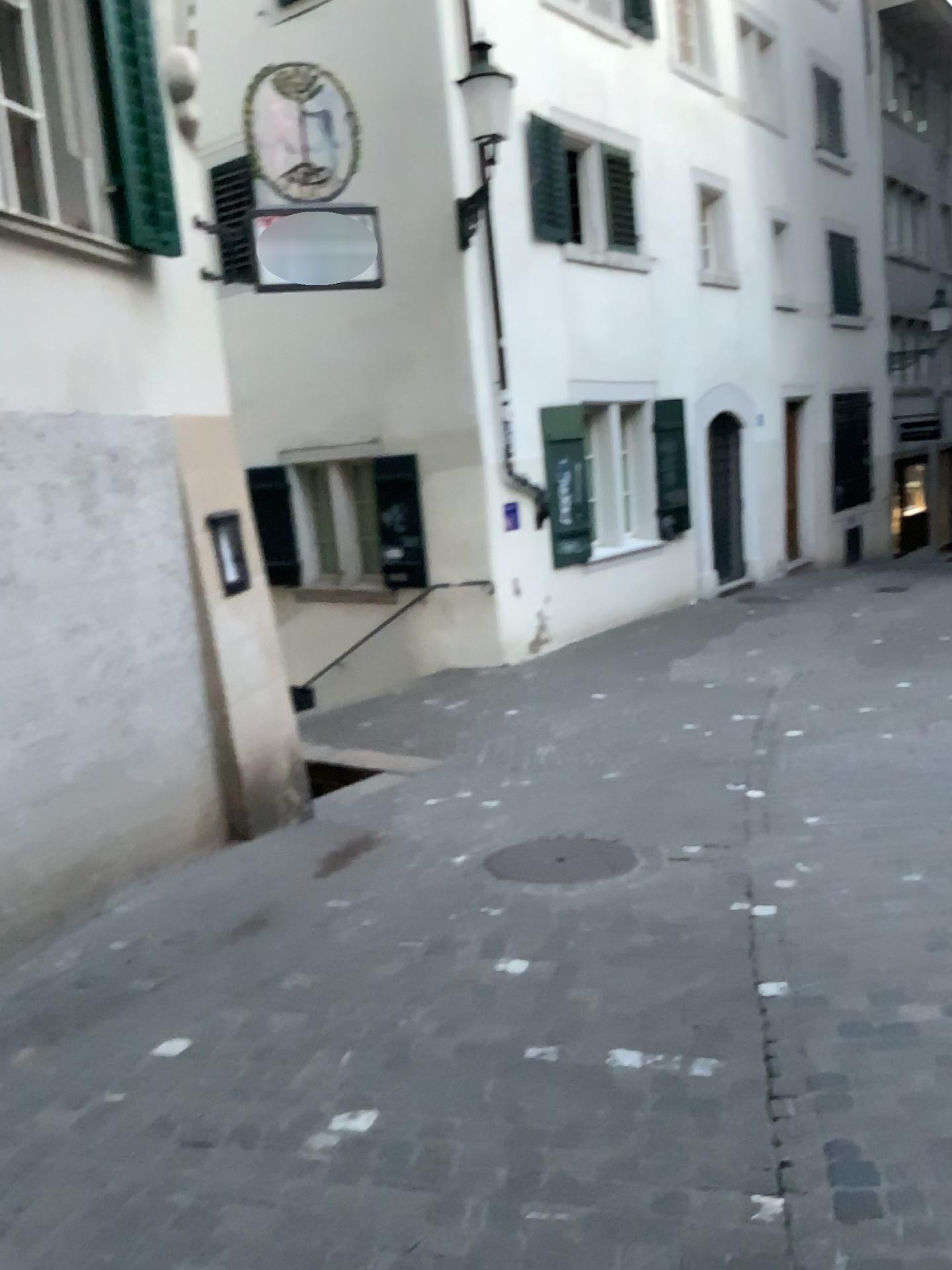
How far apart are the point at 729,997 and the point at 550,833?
1.94m
